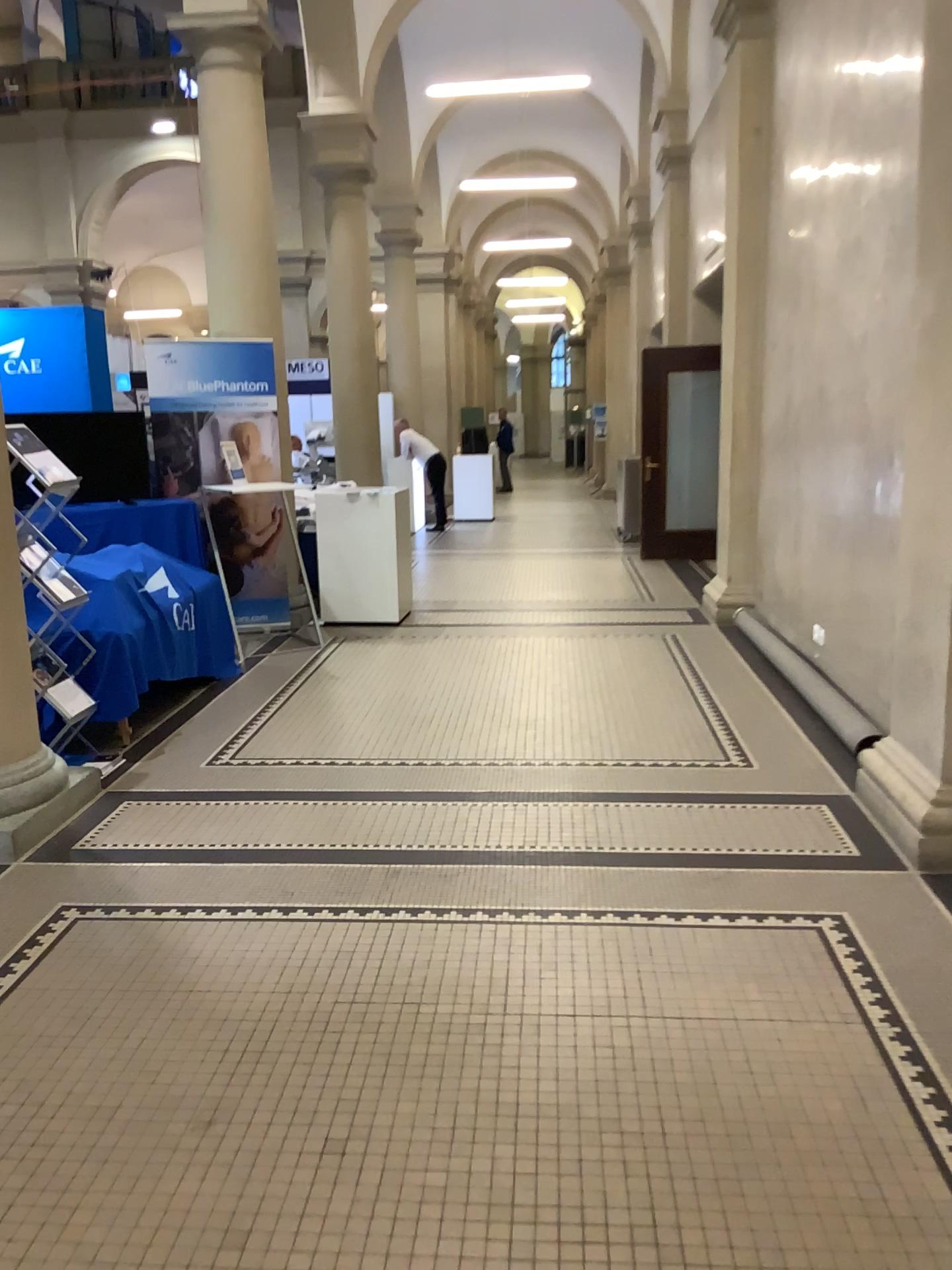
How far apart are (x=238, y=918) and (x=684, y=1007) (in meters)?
1.35
